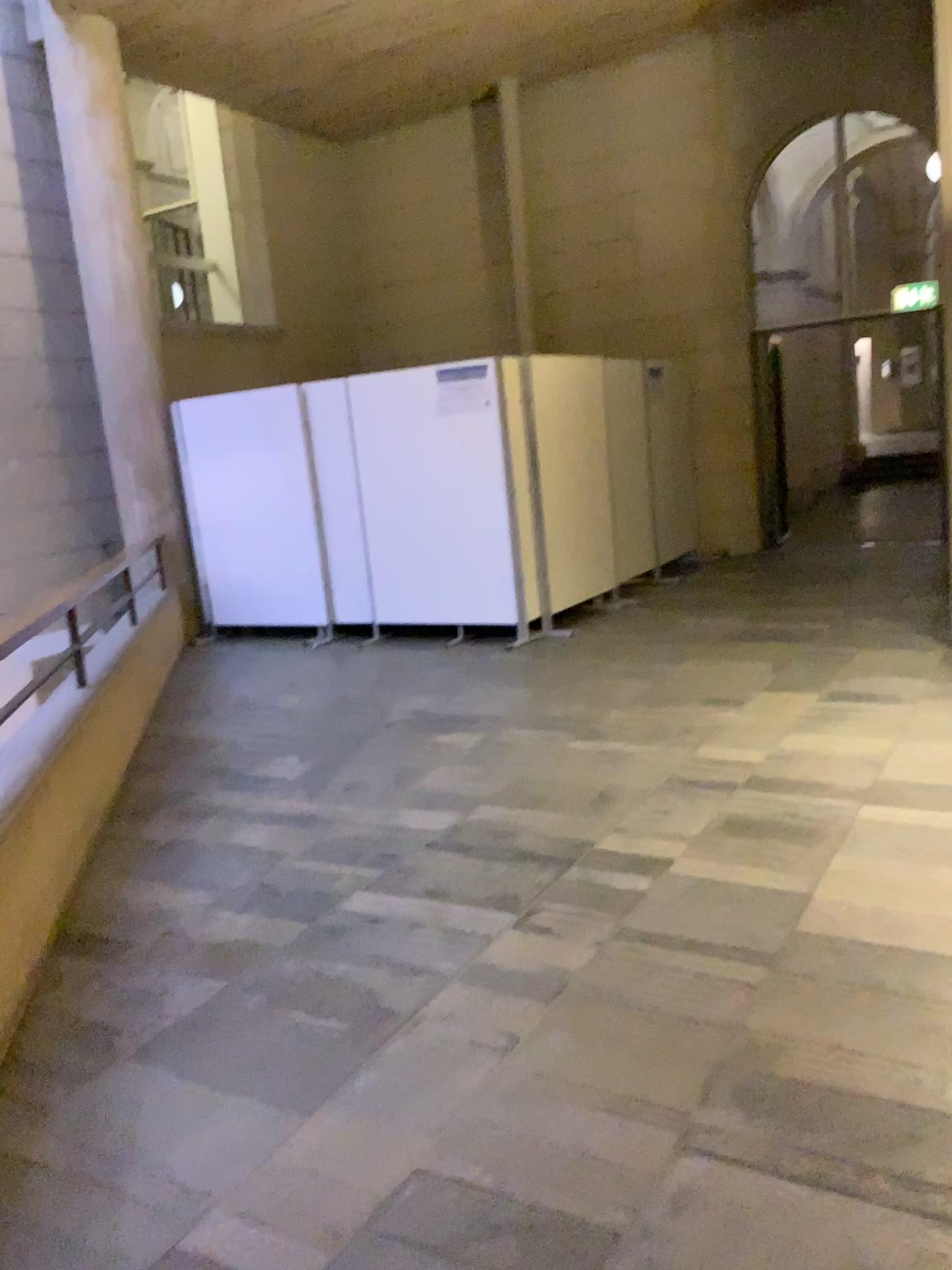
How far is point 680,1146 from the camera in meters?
2.1
